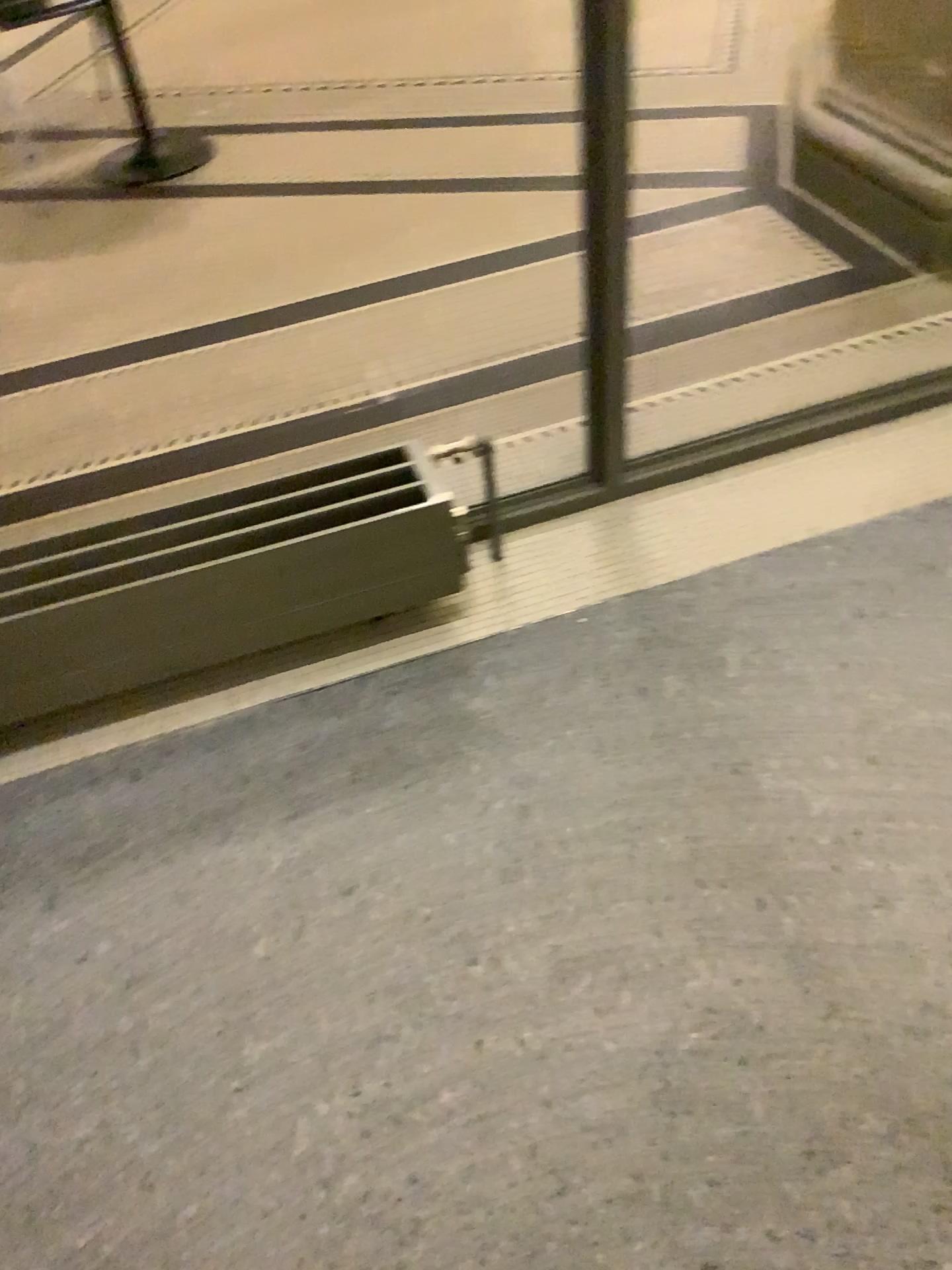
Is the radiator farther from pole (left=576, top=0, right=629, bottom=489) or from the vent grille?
pole (left=576, top=0, right=629, bottom=489)

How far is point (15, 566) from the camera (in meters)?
1.68

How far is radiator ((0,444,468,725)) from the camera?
1.68m

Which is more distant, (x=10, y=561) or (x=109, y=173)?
(x=109, y=173)

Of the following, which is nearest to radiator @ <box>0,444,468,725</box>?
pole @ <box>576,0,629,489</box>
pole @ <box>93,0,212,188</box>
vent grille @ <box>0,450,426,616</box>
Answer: vent grille @ <box>0,450,426,616</box>

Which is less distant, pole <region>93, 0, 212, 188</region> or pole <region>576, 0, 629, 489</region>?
pole <region>576, 0, 629, 489</region>

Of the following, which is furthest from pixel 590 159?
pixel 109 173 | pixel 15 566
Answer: pixel 109 173

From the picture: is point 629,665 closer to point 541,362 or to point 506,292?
point 541,362
